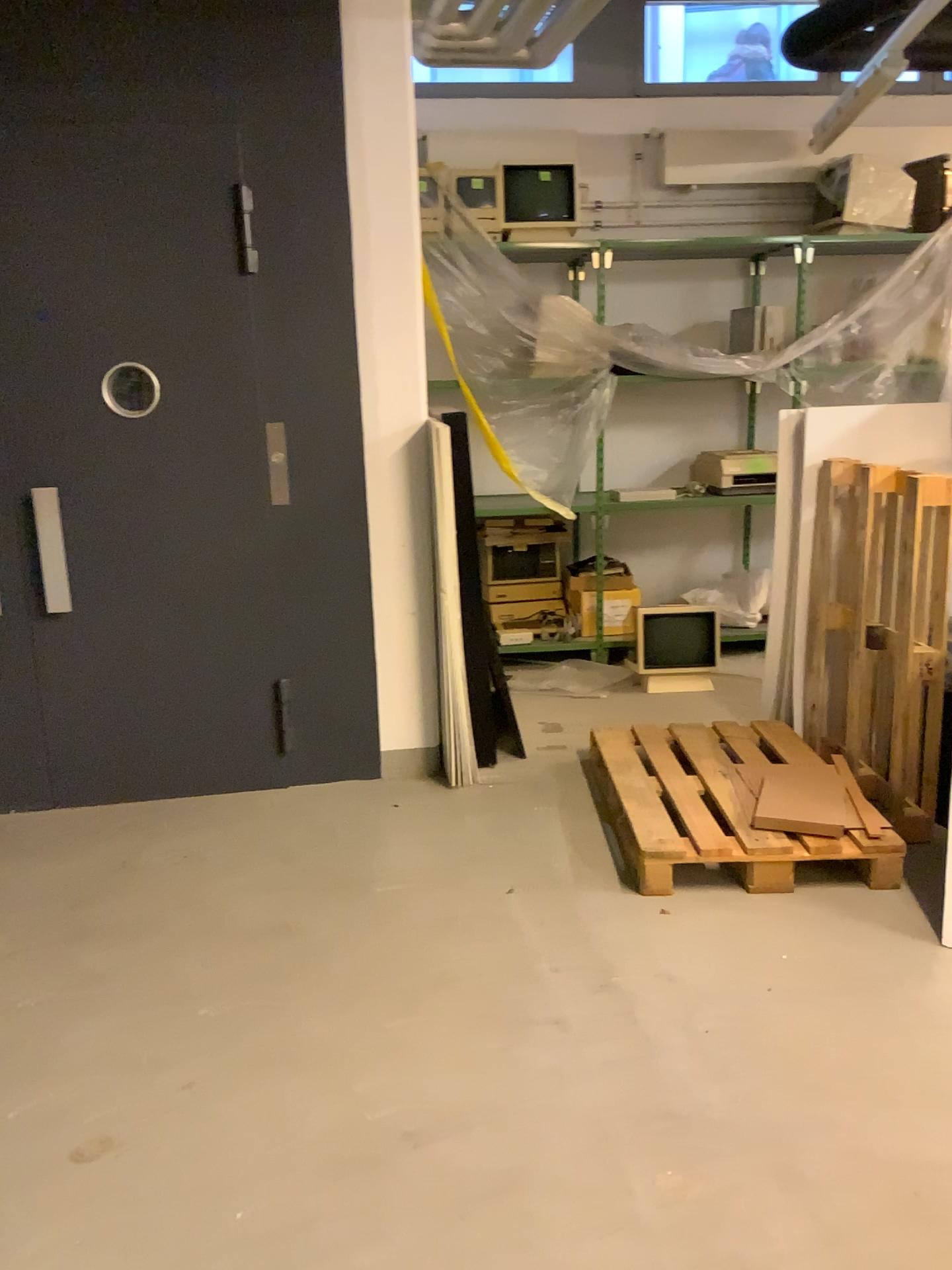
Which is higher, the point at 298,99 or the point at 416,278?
the point at 298,99
